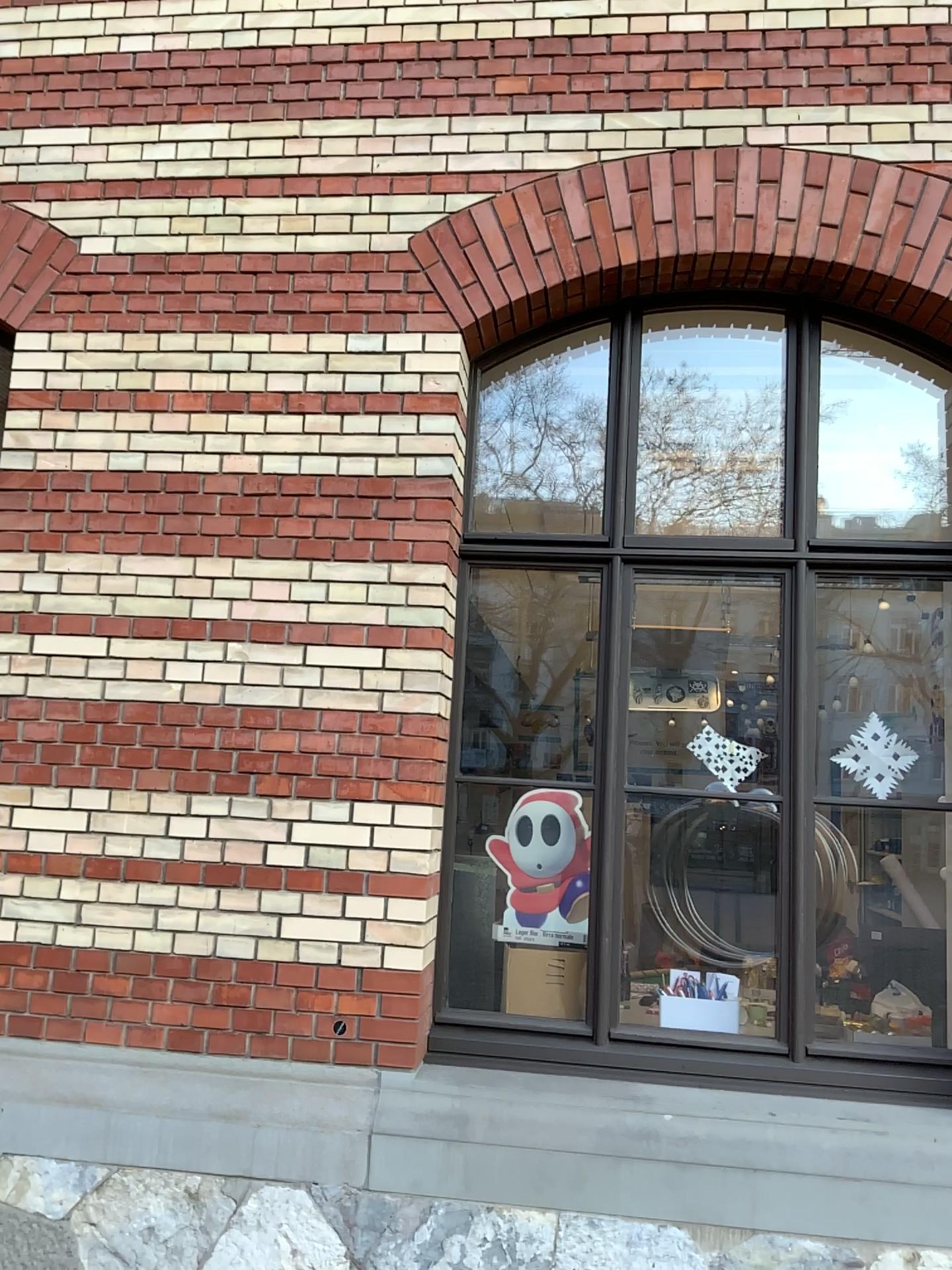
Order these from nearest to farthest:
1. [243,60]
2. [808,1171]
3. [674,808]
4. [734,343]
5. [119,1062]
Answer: [808,1171] → [119,1062] → [674,808] → [243,60] → [734,343]

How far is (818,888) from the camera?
3.3 meters

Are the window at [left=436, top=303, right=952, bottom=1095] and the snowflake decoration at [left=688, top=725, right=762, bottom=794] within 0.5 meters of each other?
yes

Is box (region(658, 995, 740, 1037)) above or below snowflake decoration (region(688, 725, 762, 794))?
below

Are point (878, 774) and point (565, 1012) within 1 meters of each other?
no

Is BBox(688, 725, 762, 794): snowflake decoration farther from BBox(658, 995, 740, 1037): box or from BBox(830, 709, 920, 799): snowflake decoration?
BBox(658, 995, 740, 1037): box

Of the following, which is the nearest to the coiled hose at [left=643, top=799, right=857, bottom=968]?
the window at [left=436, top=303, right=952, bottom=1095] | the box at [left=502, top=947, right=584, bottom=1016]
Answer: the window at [left=436, top=303, right=952, bottom=1095]

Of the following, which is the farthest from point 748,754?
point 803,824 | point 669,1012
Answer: point 669,1012

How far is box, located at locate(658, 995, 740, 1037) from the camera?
3.38m

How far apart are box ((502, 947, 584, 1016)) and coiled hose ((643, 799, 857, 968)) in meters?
0.3 m
